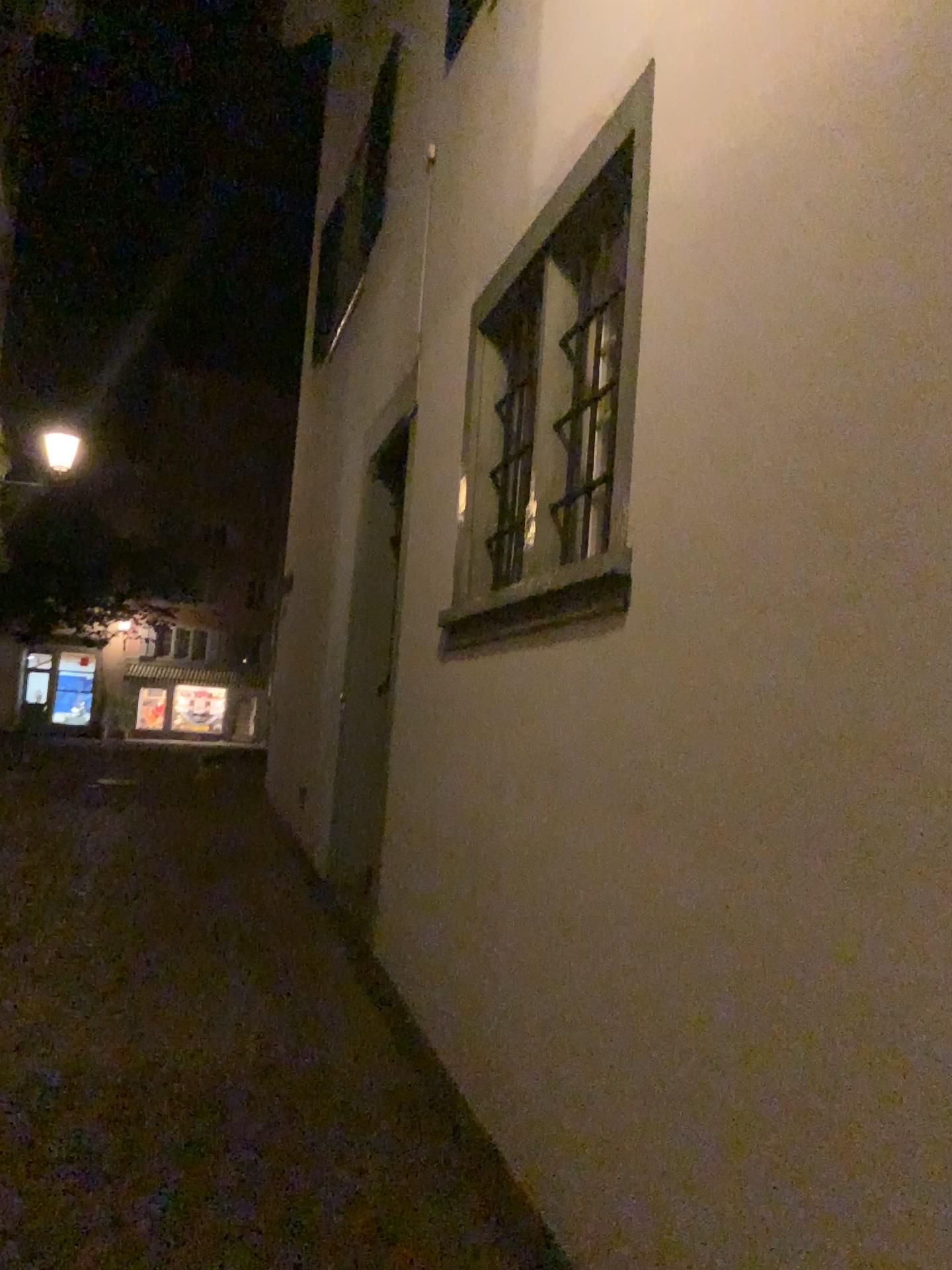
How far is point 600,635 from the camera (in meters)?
2.80
